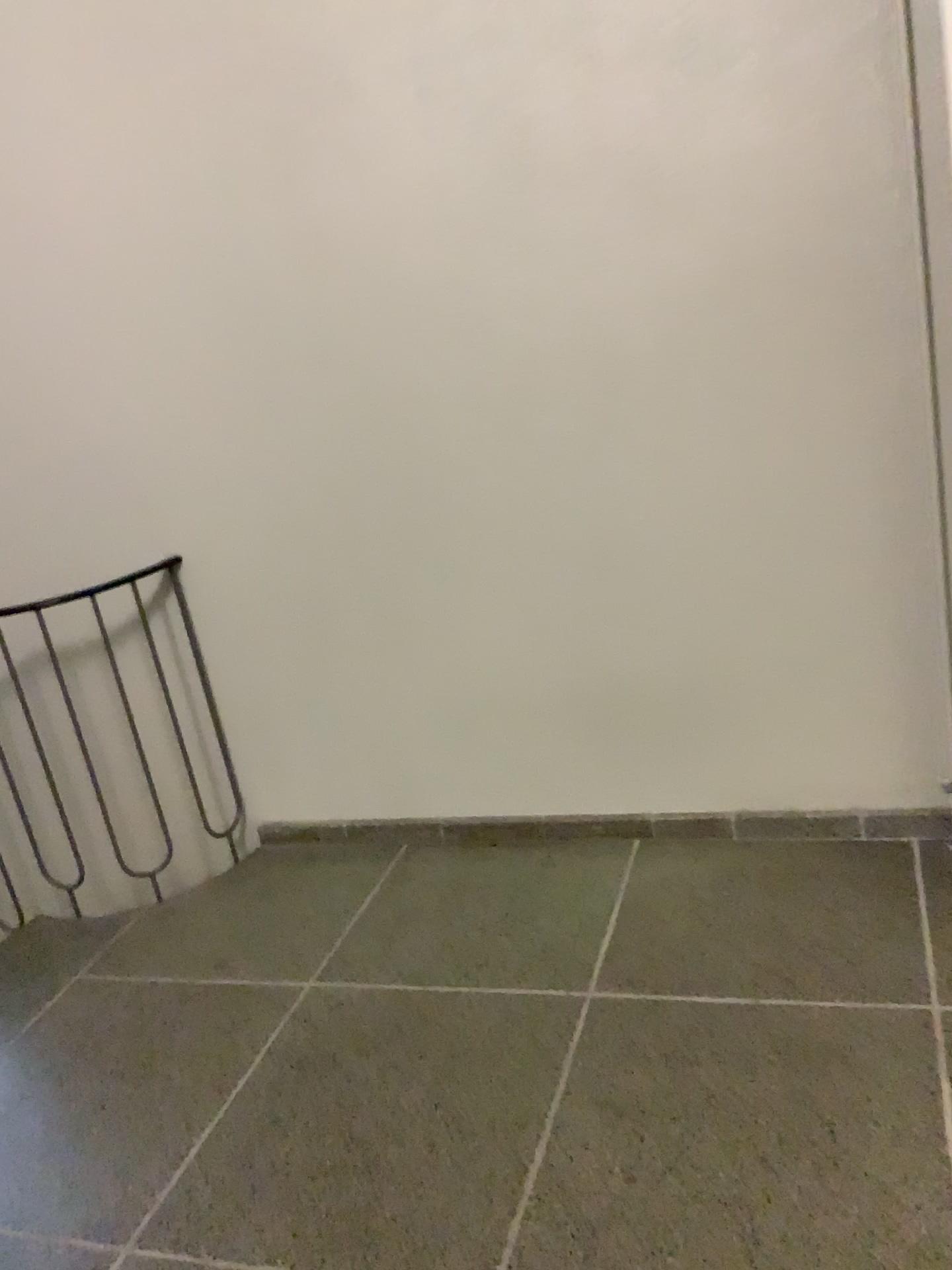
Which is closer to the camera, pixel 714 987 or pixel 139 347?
pixel 714 987
